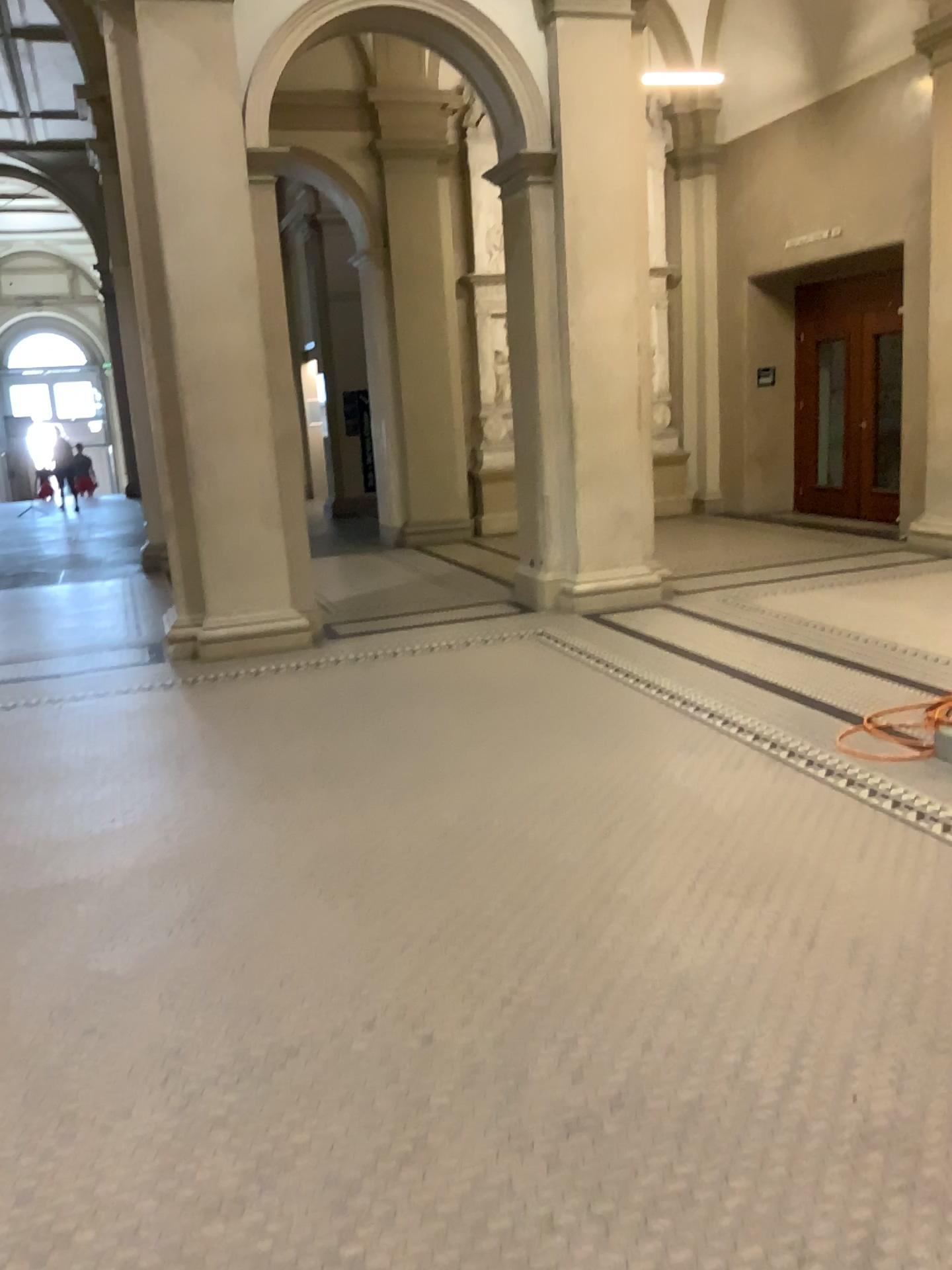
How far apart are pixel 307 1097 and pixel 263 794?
2.0m
